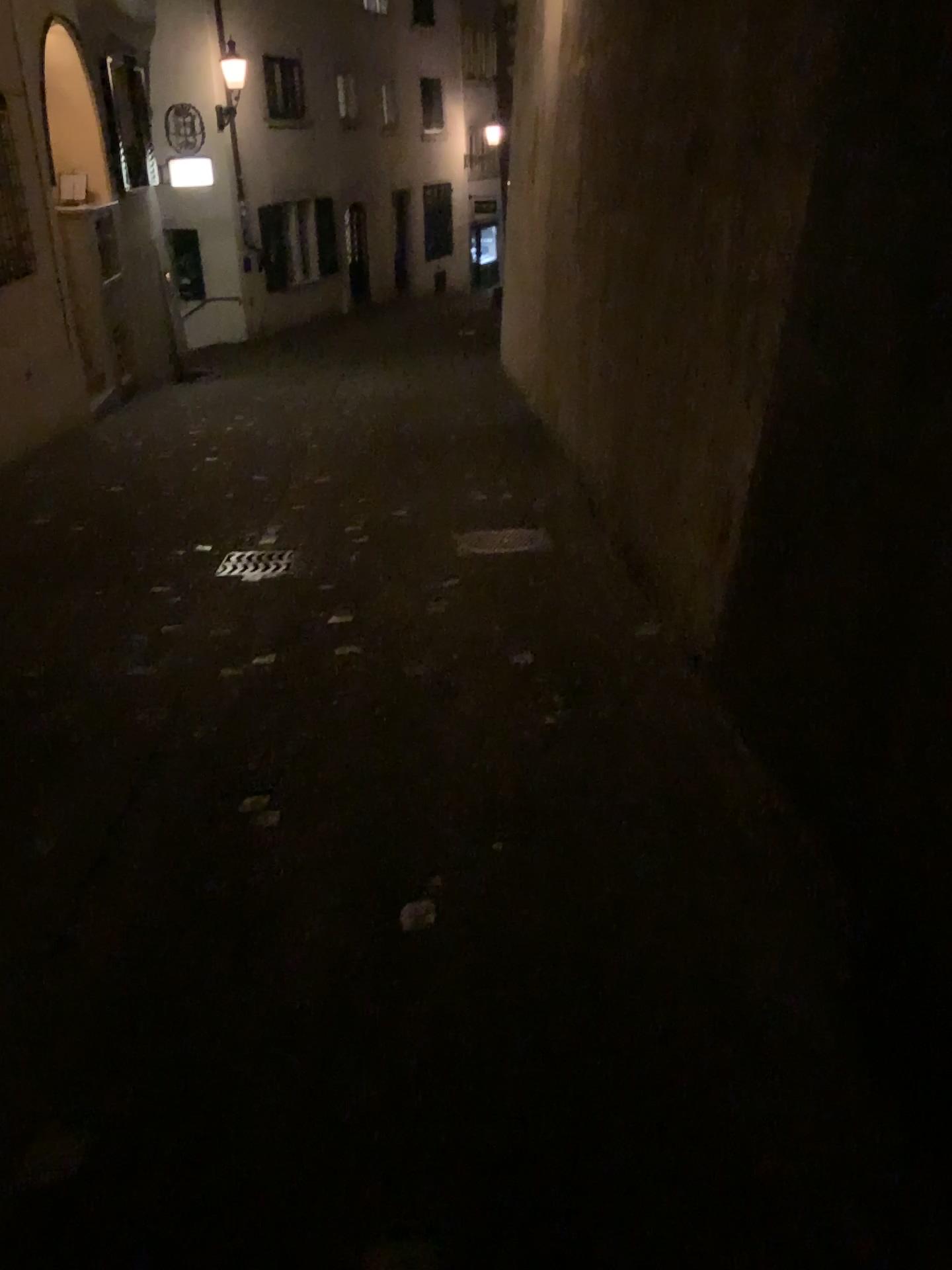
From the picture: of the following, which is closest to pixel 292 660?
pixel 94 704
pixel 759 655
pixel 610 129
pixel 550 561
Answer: pixel 94 704
